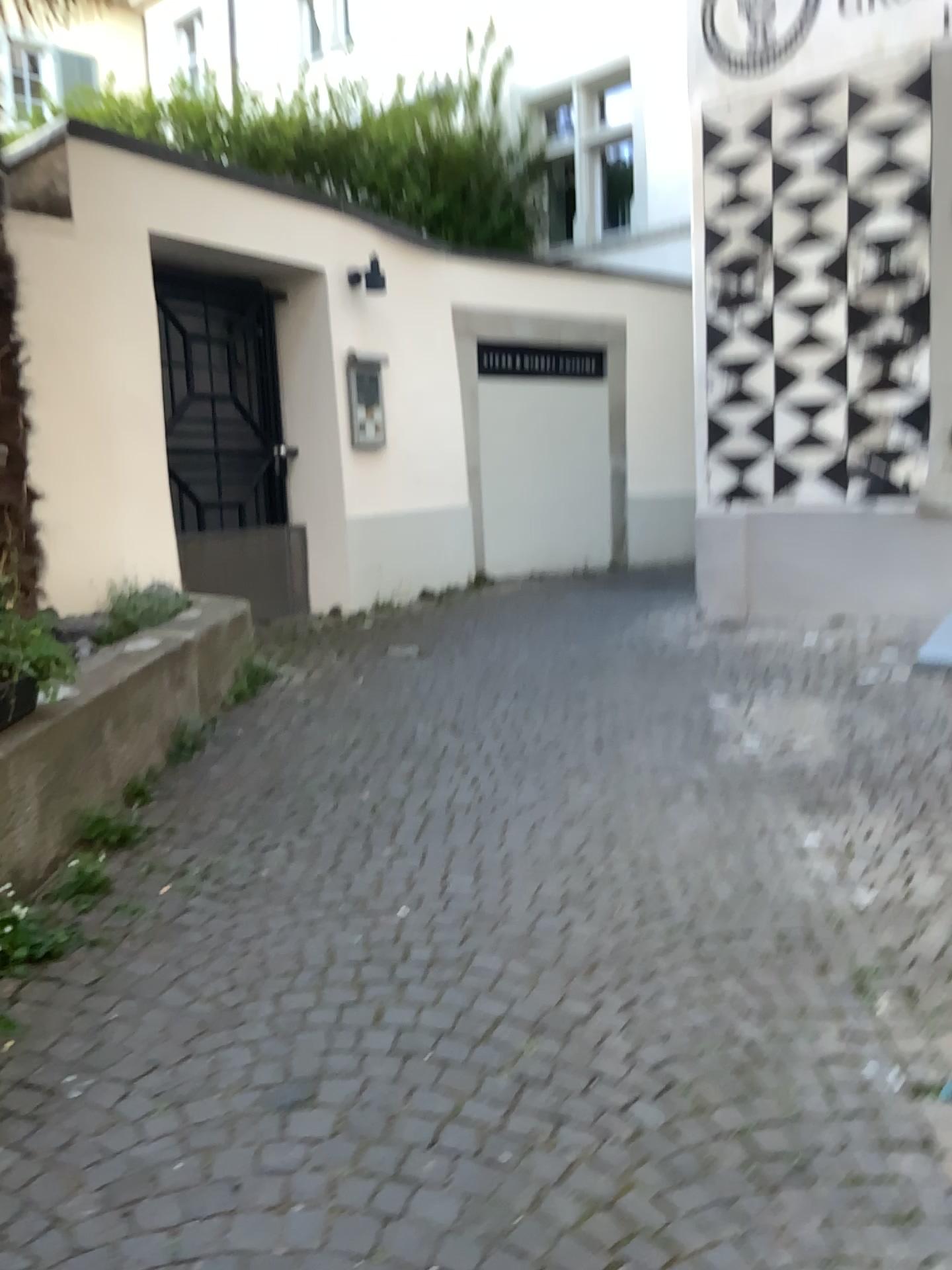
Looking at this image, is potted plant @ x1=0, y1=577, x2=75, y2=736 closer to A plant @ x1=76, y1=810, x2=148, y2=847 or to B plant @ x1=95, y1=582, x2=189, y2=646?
A plant @ x1=76, y1=810, x2=148, y2=847

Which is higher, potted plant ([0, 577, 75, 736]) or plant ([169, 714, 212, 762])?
potted plant ([0, 577, 75, 736])

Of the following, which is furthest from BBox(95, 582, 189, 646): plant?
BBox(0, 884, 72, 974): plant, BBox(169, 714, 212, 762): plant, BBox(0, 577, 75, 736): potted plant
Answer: BBox(0, 884, 72, 974): plant

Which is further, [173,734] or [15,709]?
[173,734]

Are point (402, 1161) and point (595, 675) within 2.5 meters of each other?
no

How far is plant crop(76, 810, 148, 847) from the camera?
3.12m

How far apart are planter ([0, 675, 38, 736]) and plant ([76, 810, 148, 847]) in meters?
0.4 m

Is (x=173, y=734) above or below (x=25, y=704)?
below

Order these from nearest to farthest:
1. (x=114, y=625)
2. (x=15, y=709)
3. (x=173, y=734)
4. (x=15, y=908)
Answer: (x=15, y=908)
(x=15, y=709)
(x=173, y=734)
(x=114, y=625)

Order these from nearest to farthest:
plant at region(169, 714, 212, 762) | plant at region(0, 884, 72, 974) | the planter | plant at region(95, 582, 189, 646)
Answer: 1. plant at region(0, 884, 72, 974)
2. the planter
3. plant at region(169, 714, 212, 762)
4. plant at region(95, 582, 189, 646)
